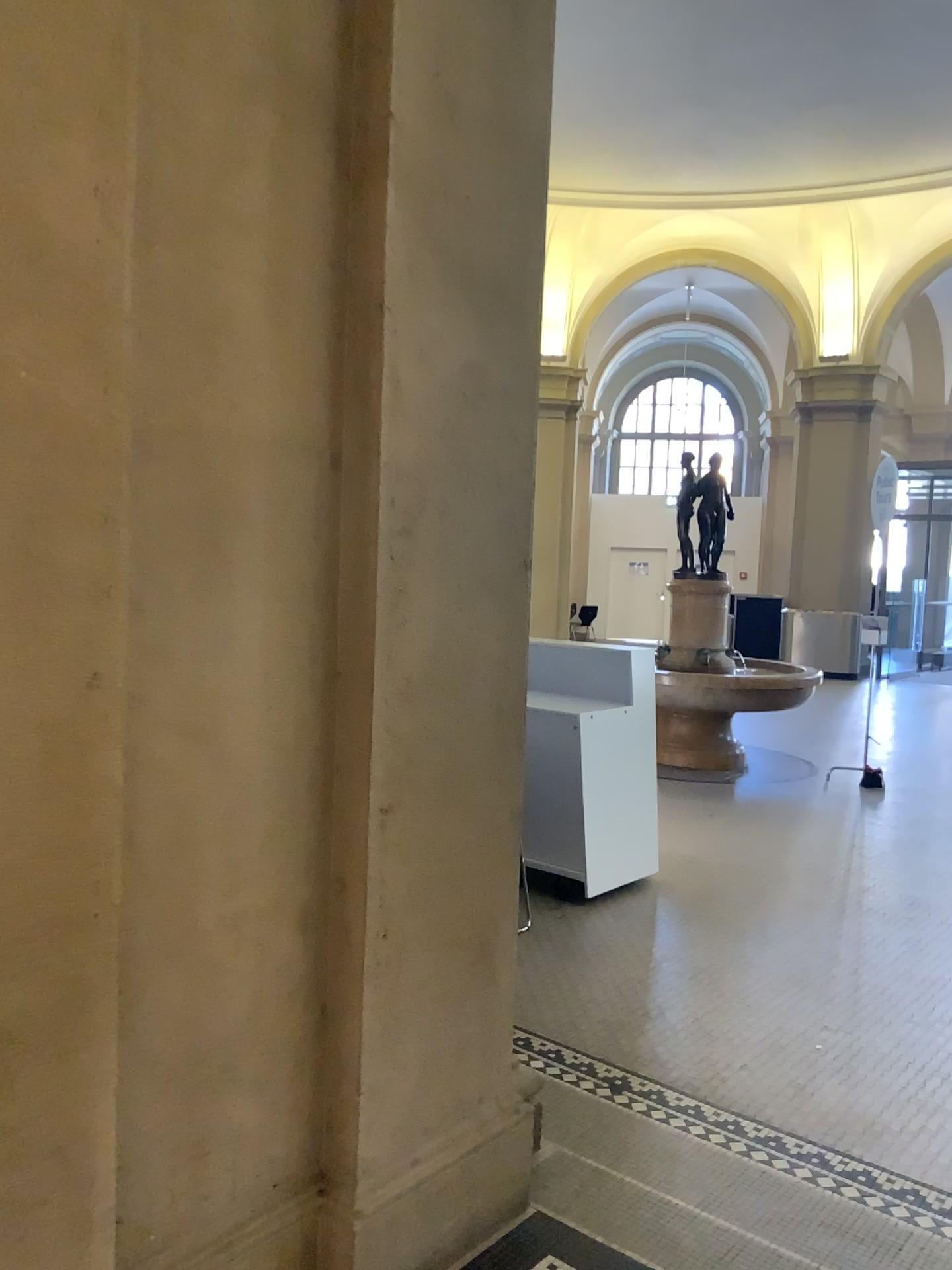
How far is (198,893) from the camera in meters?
2.0
